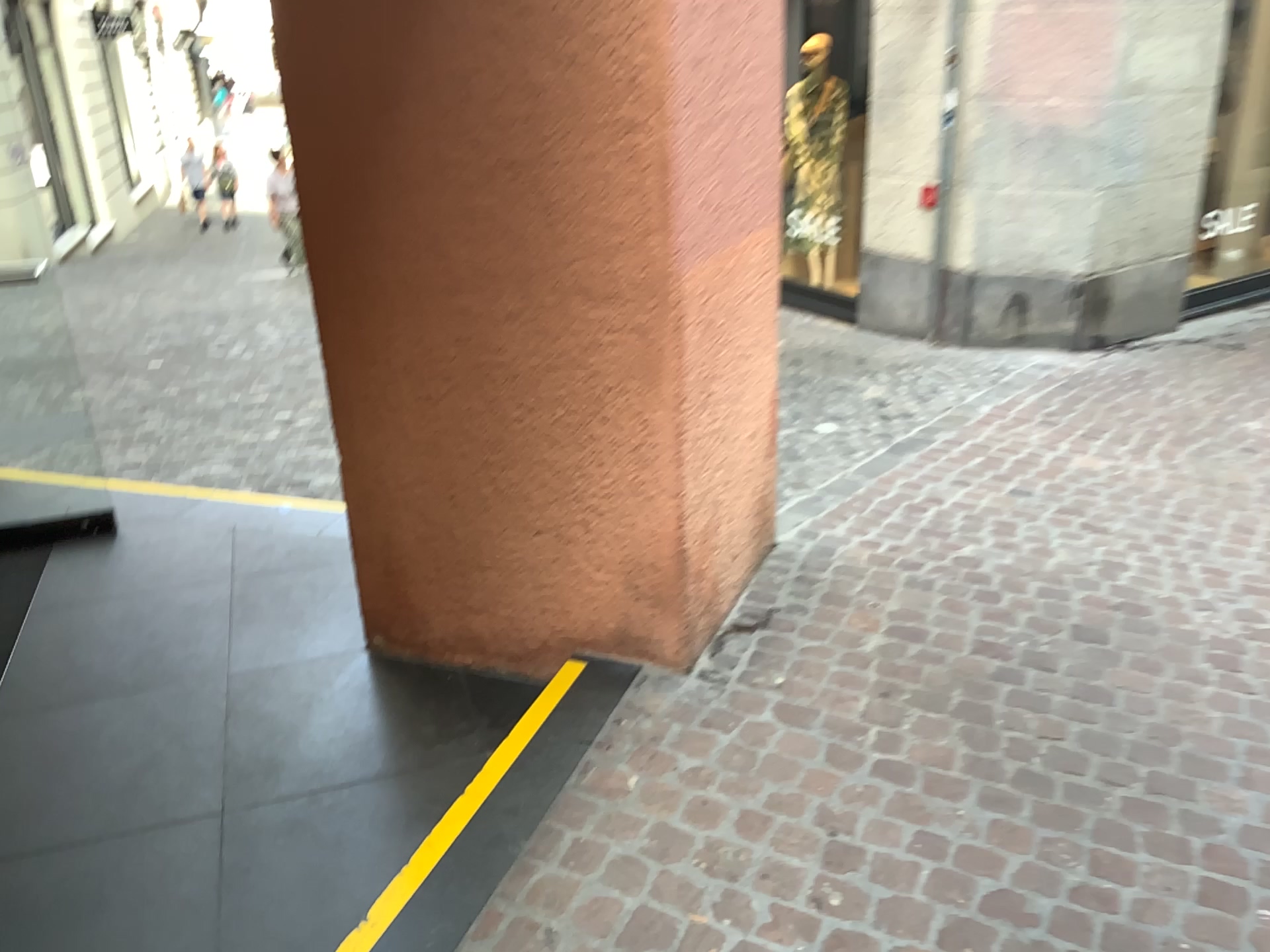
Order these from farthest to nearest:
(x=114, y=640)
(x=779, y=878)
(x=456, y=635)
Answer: (x=114, y=640)
(x=456, y=635)
(x=779, y=878)
